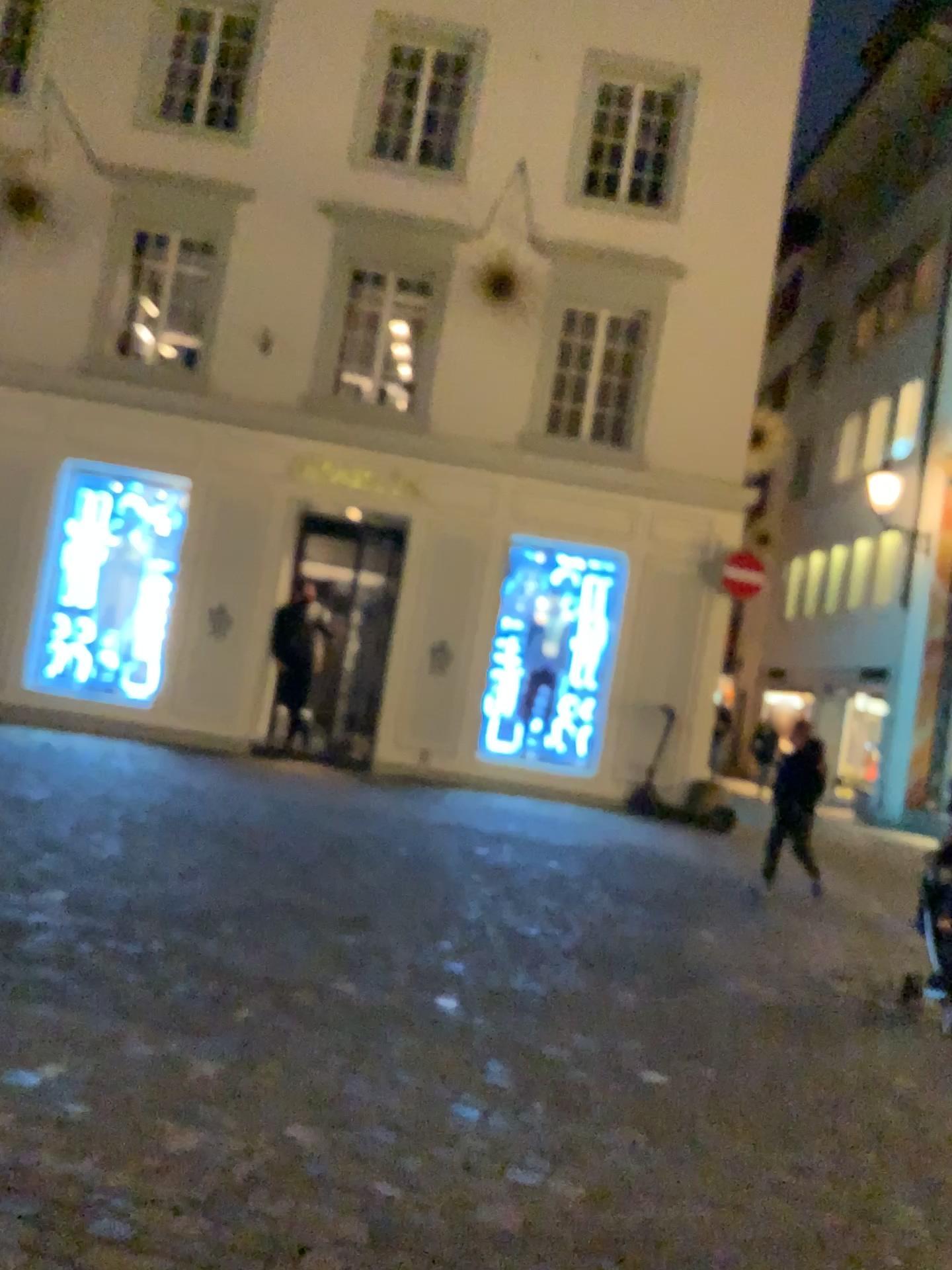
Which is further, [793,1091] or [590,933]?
[590,933]
